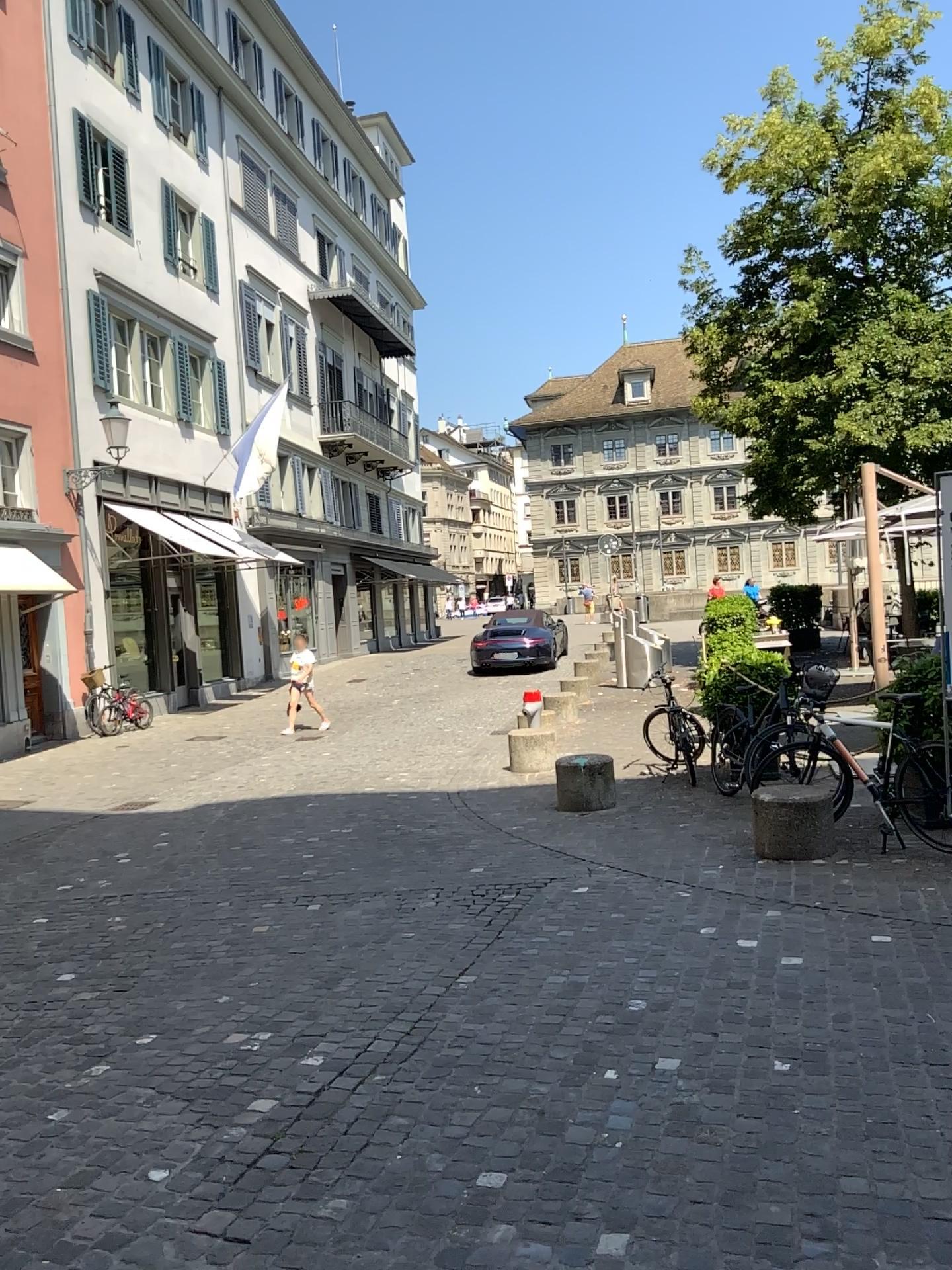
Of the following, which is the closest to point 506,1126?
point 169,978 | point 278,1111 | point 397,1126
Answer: point 397,1126
